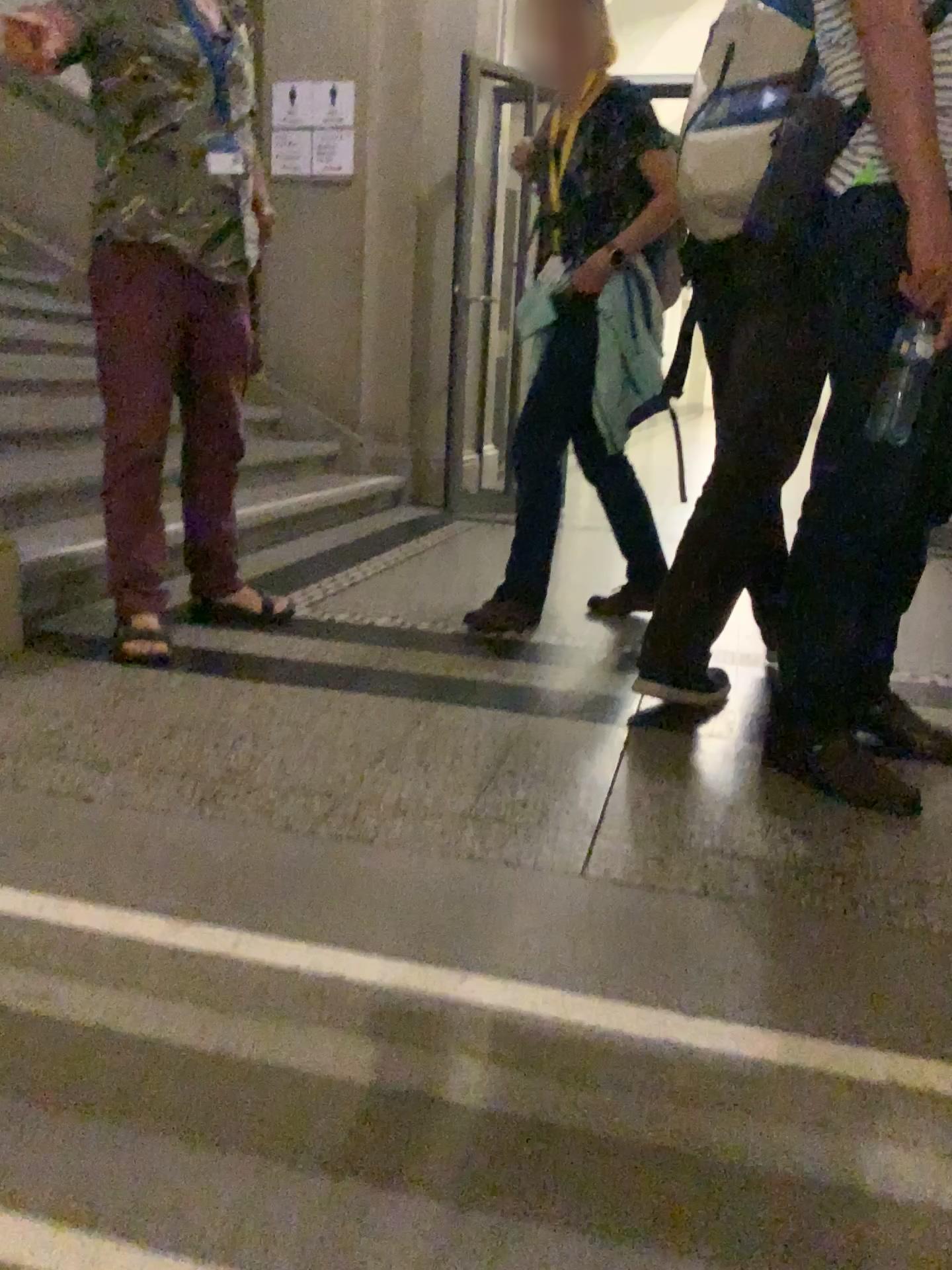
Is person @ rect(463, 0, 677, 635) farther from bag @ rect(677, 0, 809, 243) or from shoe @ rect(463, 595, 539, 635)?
bag @ rect(677, 0, 809, 243)

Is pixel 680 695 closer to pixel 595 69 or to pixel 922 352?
pixel 922 352

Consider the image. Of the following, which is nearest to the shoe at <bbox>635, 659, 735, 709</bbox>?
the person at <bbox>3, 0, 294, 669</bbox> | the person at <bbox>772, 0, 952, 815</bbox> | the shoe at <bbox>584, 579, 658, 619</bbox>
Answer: the person at <bbox>772, 0, 952, 815</bbox>

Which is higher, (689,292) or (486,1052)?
(689,292)

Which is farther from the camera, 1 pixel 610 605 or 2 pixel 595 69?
1 pixel 610 605

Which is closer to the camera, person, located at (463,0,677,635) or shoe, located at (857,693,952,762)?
shoe, located at (857,693,952,762)

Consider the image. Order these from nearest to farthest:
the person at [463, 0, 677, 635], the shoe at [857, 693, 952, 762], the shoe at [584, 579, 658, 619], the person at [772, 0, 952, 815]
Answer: the person at [772, 0, 952, 815], the shoe at [857, 693, 952, 762], the person at [463, 0, 677, 635], the shoe at [584, 579, 658, 619]

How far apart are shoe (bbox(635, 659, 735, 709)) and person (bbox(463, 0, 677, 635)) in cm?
55

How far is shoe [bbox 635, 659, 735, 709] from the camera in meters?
2.2

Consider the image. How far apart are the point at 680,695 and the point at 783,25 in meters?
1.3
